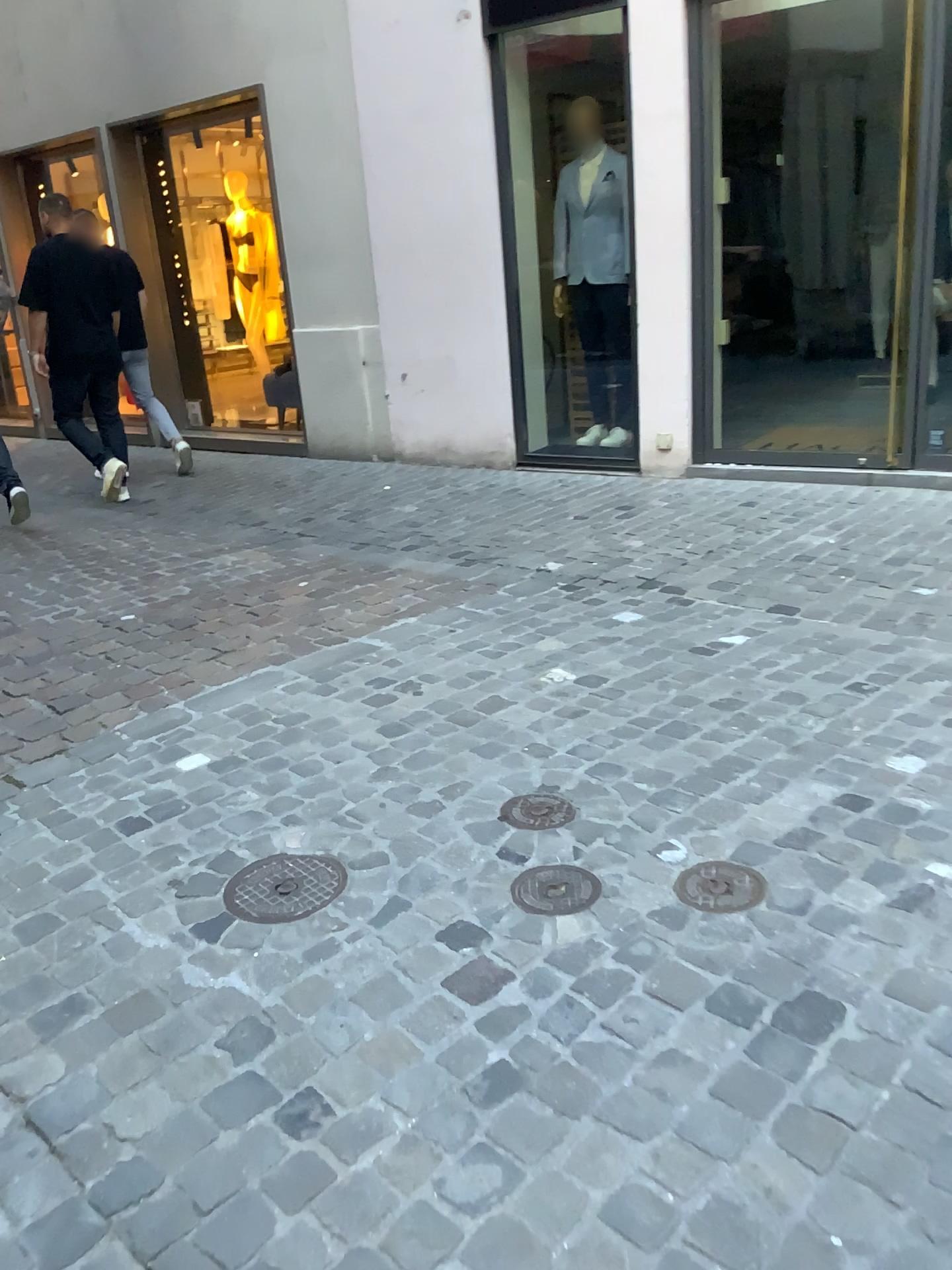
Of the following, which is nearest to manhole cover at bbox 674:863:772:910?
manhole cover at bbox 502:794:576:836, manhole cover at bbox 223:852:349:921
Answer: manhole cover at bbox 502:794:576:836

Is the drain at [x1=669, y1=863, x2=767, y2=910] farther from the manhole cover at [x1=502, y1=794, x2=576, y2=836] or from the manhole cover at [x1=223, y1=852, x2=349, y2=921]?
the manhole cover at [x1=223, y1=852, x2=349, y2=921]

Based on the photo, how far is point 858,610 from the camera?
3.60m

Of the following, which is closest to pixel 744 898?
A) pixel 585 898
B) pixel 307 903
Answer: pixel 585 898

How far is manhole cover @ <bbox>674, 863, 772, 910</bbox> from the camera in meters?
2.0 m

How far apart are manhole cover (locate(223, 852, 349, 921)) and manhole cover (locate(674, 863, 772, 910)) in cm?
70

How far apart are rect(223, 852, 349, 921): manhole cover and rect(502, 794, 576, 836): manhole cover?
0.4 meters

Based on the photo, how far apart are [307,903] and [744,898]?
0.86m

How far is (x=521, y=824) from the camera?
2.4m

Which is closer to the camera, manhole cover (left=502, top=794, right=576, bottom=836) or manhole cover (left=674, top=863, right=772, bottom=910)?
manhole cover (left=674, top=863, right=772, bottom=910)
